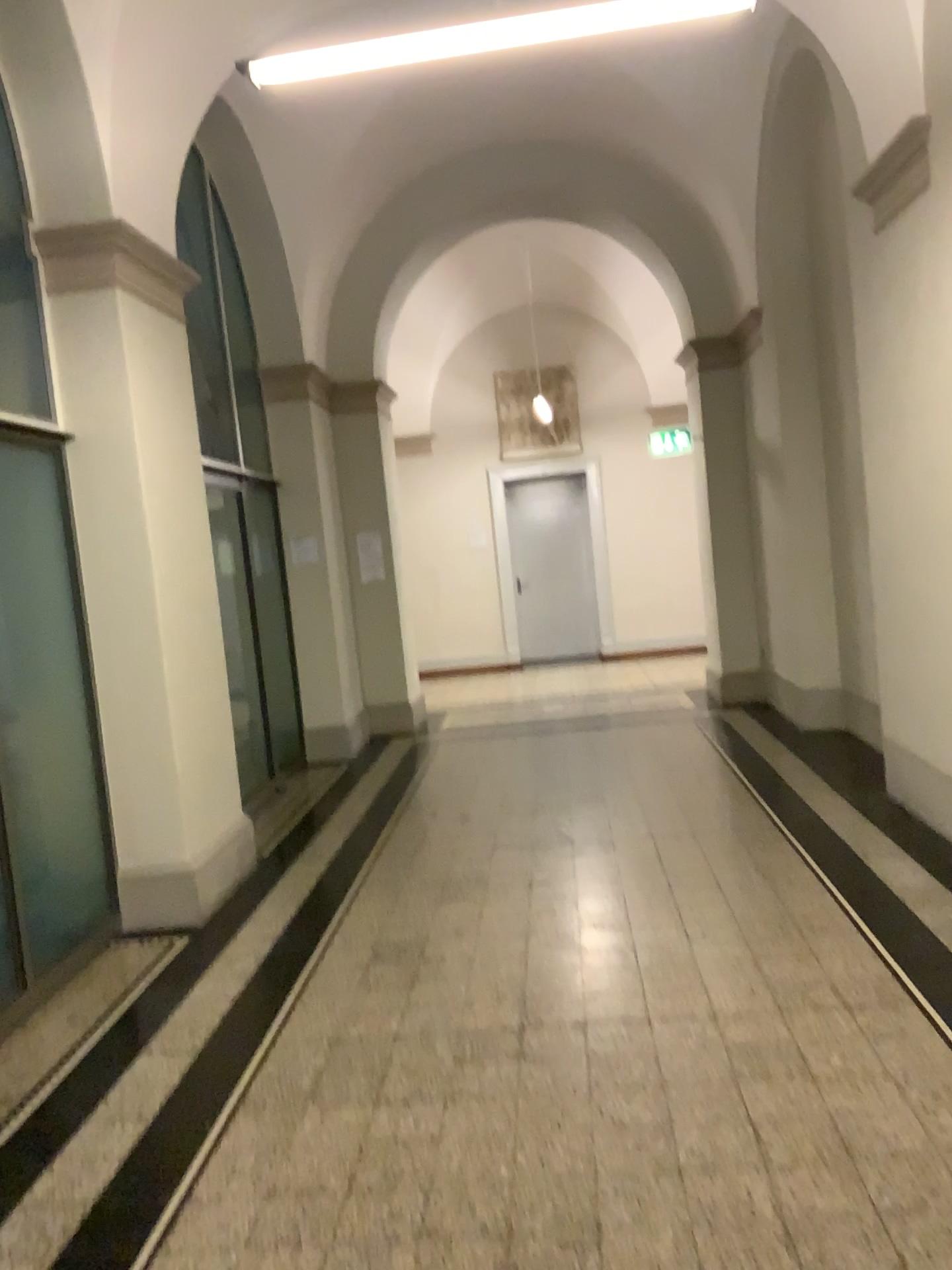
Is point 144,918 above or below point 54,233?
below

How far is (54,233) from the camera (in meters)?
4.50

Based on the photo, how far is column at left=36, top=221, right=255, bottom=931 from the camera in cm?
450

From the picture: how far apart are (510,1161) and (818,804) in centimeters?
286cm
